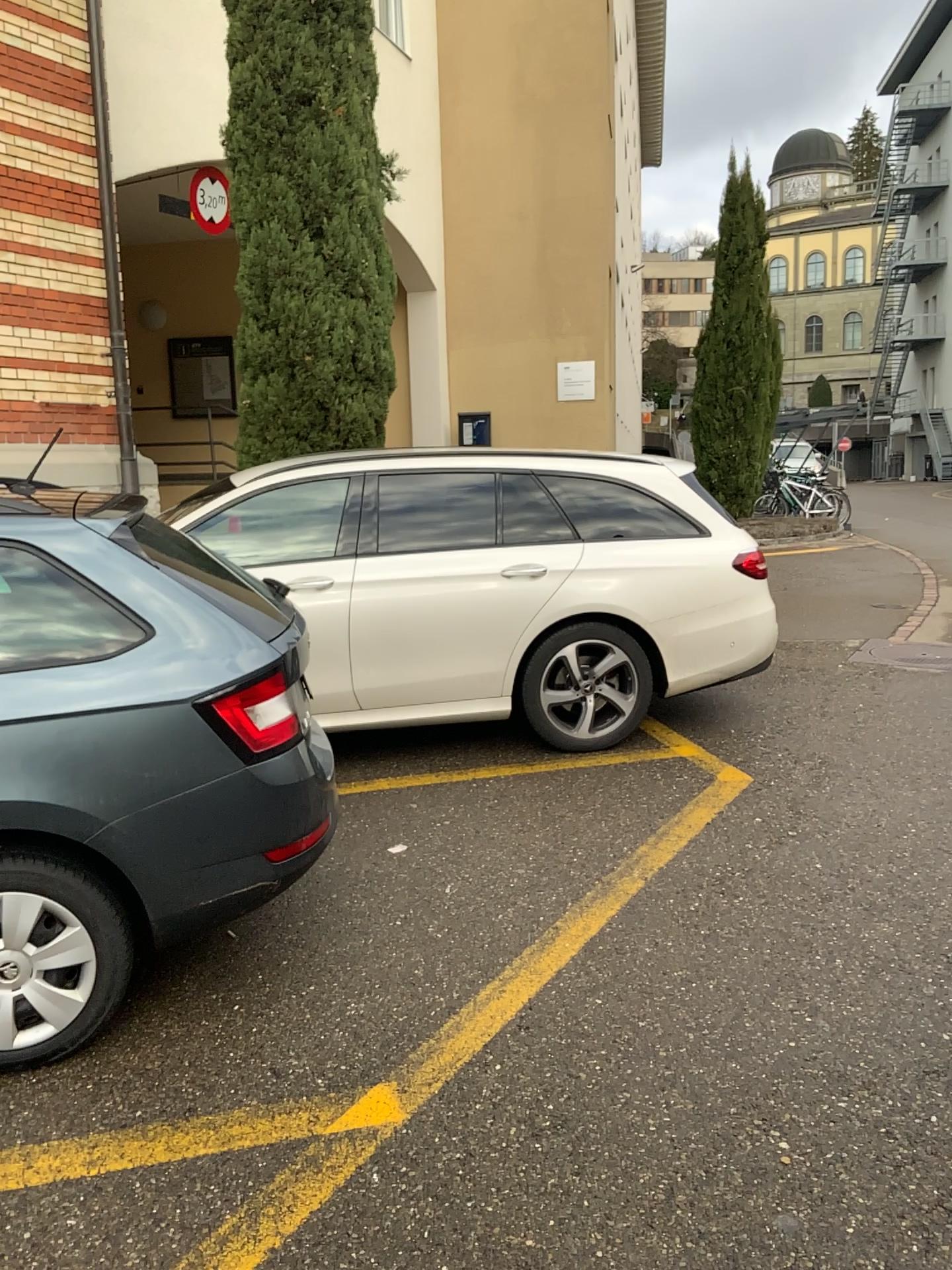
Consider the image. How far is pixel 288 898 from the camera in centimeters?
360cm

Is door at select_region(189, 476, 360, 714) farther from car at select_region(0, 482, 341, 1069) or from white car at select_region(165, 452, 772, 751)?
car at select_region(0, 482, 341, 1069)

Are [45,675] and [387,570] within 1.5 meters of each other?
no

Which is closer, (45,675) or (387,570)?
(45,675)

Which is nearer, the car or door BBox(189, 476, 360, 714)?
the car

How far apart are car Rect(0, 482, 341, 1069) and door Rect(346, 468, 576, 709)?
1.8m

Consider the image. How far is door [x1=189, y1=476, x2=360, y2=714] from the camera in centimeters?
476cm

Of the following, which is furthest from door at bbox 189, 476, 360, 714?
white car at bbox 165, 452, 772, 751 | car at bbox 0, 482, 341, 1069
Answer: car at bbox 0, 482, 341, 1069

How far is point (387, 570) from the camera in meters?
4.9

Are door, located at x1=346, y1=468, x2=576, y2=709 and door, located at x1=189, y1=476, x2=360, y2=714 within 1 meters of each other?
yes
